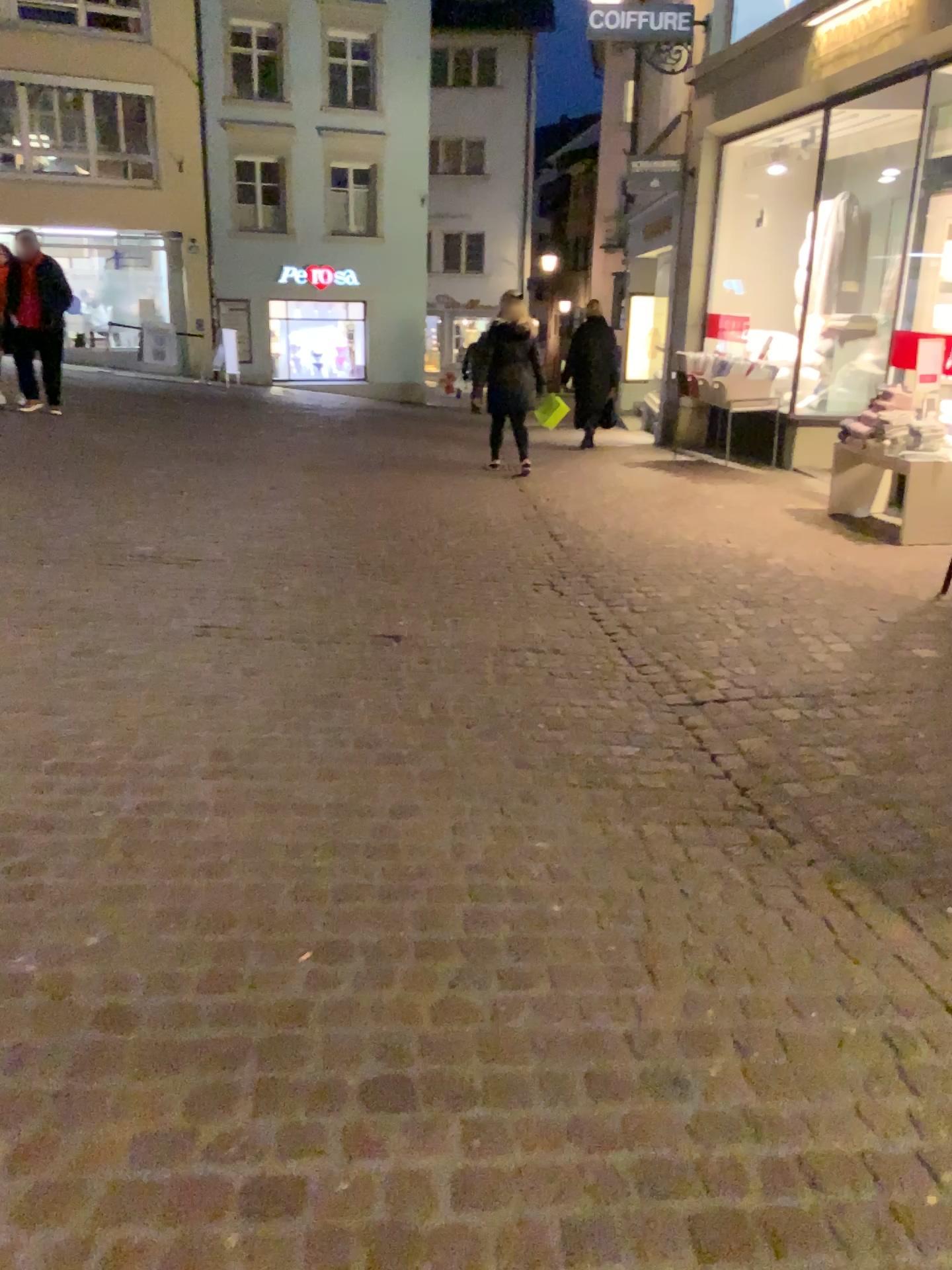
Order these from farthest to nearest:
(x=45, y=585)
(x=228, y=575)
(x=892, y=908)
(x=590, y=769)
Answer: (x=228, y=575) < (x=45, y=585) < (x=590, y=769) < (x=892, y=908)
